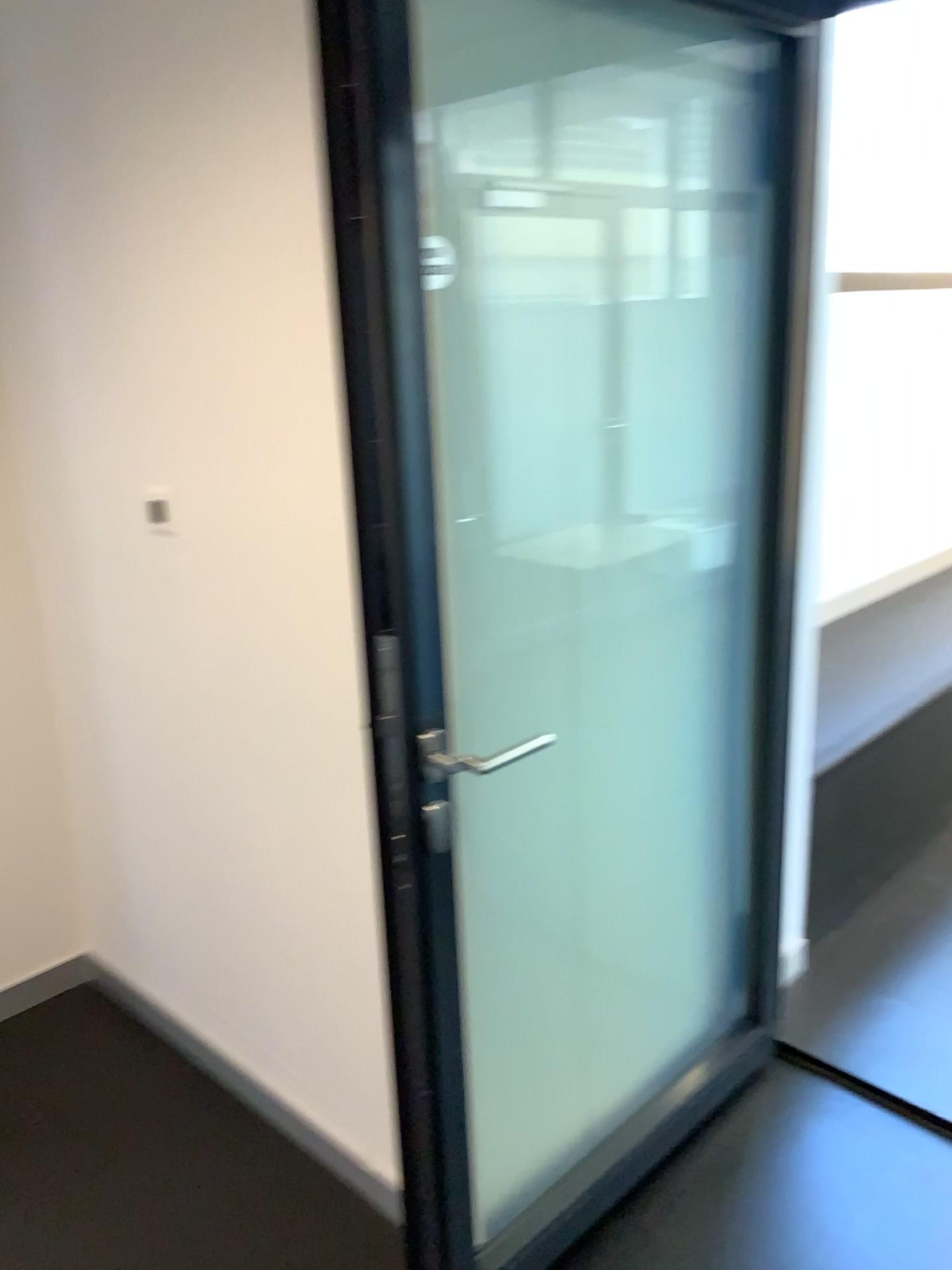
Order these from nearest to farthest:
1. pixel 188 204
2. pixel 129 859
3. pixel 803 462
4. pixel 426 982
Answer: pixel 426 982
pixel 188 204
pixel 803 462
pixel 129 859
